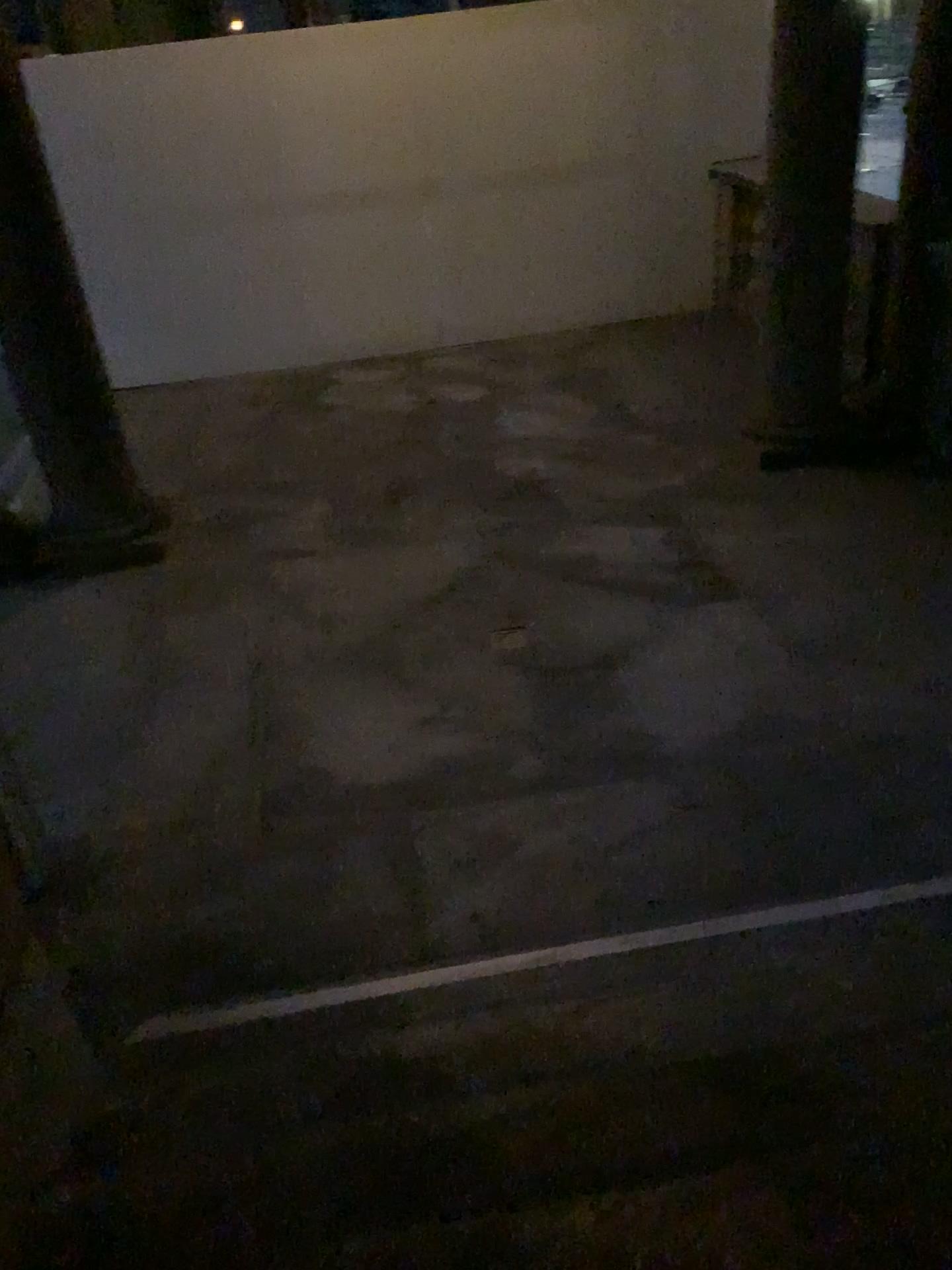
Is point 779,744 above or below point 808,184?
below
